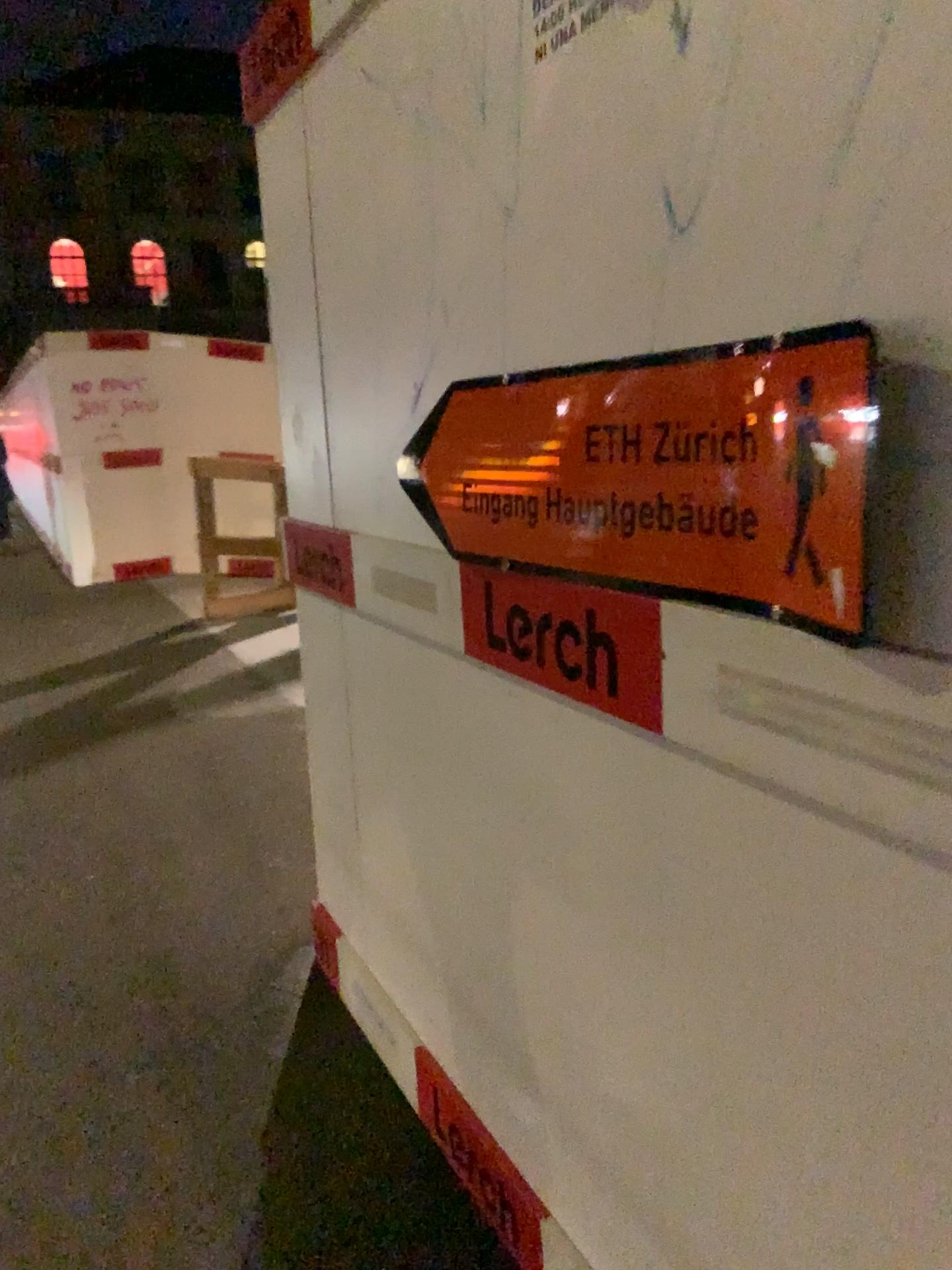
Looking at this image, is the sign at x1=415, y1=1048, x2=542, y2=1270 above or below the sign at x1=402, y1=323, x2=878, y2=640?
below

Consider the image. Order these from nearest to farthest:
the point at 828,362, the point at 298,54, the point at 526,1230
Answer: the point at 828,362 → the point at 526,1230 → the point at 298,54

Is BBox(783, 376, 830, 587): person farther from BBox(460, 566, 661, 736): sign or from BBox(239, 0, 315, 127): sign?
BBox(239, 0, 315, 127): sign

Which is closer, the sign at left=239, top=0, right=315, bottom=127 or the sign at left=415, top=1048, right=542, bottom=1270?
the sign at left=415, top=1048, right=542, bottom=1270

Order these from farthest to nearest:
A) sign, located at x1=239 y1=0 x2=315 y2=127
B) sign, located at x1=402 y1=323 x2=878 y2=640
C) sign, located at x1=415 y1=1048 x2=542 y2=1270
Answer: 1. sign, located at x1=239 y1=0 x2=315 y2=127
2. sign, located at x1=415 y1=1048 x2=542 y2=1270
3. sign, located at x1=402 y1=323 x2=878 y2=640

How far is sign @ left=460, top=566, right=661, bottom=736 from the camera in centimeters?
114cm

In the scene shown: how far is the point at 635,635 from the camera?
1.14m

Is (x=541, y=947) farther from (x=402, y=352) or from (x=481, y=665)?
(x=402, y=352)

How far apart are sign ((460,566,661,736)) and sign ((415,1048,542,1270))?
0.9m

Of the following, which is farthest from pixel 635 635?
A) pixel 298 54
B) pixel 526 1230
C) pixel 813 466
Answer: pixel 298 54
